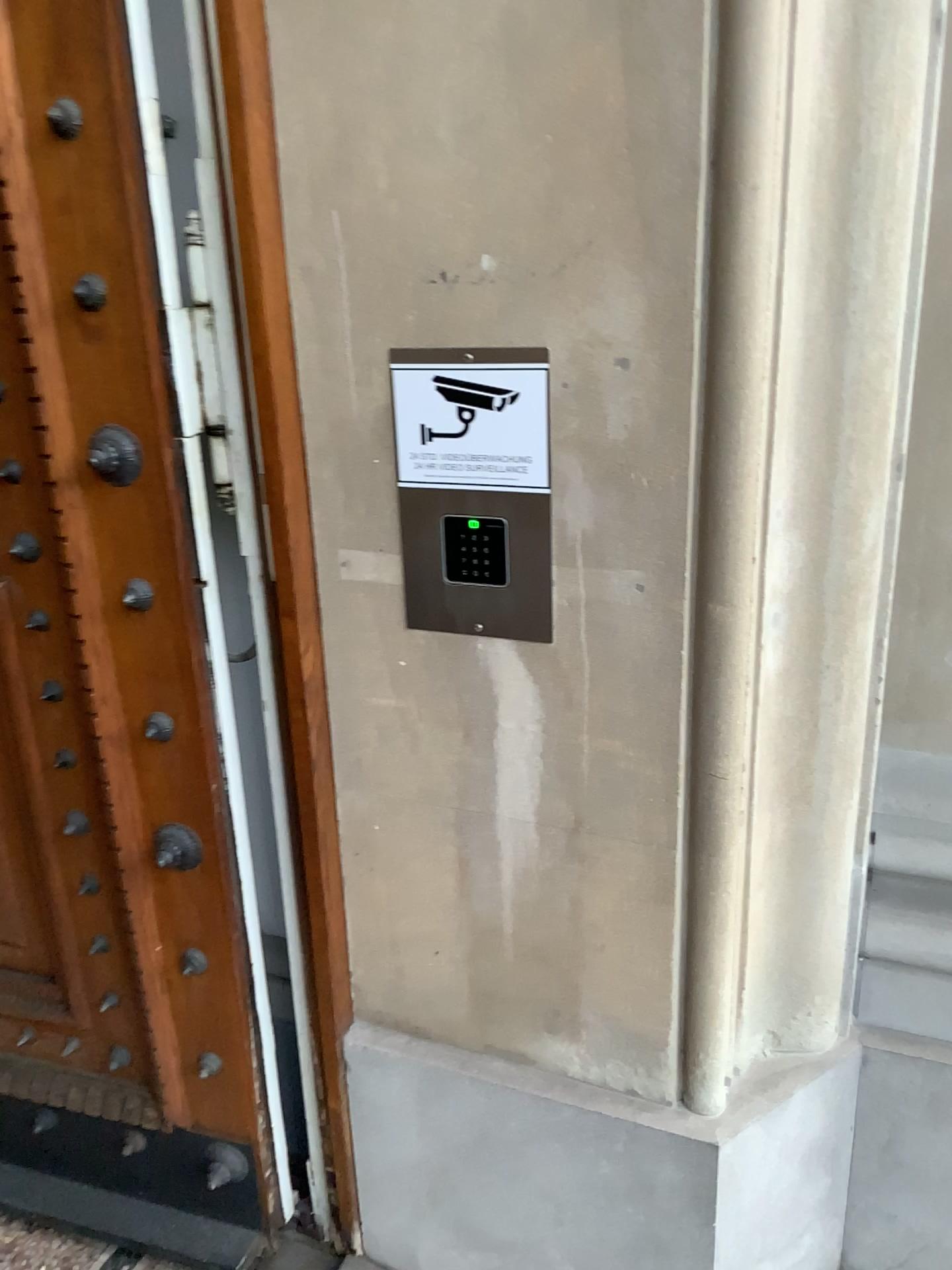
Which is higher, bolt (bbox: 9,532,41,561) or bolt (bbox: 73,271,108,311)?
bolt (bbox: 73,271,108,311)

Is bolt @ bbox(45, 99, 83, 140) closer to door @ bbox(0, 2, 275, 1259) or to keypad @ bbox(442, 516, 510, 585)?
door @ bbox(0, 2, 275, 1259)

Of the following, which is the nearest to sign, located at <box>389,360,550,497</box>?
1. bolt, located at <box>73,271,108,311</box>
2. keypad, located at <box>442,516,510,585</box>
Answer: keypad, located at <box>442,516,510,585</box>

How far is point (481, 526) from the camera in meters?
1.3

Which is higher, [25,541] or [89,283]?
[89,283]

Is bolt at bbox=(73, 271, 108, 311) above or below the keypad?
above

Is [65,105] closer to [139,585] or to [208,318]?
[208,318]

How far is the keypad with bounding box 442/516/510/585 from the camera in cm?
128

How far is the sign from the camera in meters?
1.2 m

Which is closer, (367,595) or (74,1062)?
(367,595)
